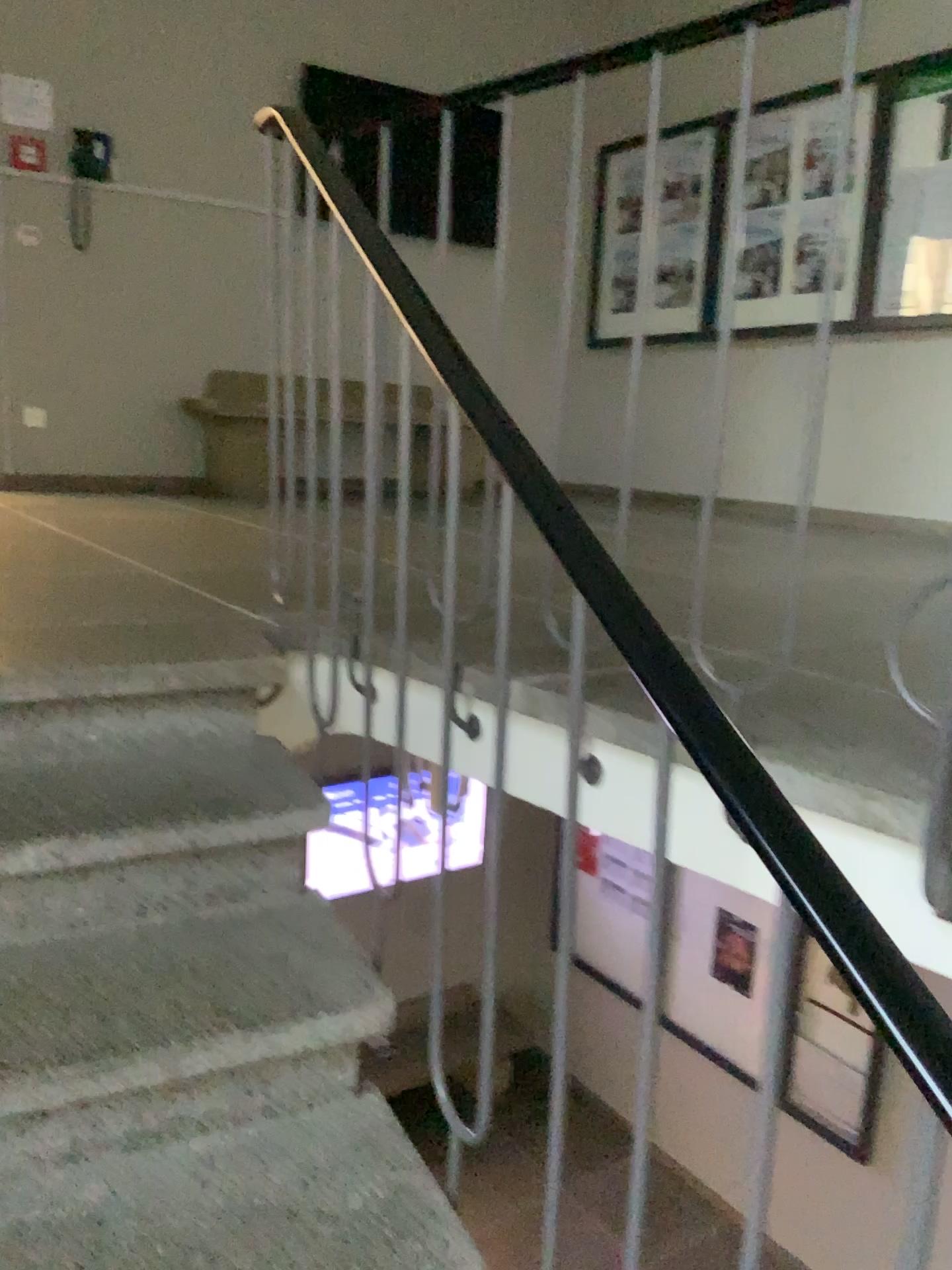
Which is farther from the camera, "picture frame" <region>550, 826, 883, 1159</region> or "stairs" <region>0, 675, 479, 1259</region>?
"stairs" <region>0, 675, 479, 1259</region>

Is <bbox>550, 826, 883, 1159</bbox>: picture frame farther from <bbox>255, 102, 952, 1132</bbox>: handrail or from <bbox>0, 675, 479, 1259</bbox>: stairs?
<bbox>0, 675, 479, 1259</bbox>: stairs

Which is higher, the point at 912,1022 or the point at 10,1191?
the point at 912,1022

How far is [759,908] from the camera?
0.8m

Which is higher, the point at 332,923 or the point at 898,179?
the point at 898,179

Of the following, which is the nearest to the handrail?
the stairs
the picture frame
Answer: the picture frame

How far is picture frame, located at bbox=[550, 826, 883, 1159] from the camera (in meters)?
0.80

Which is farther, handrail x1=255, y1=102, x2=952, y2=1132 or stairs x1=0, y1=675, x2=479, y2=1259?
stairs x1=0, y1=675, x2=479, y2=1259

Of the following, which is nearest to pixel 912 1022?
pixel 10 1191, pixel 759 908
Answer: pixel 759 908
